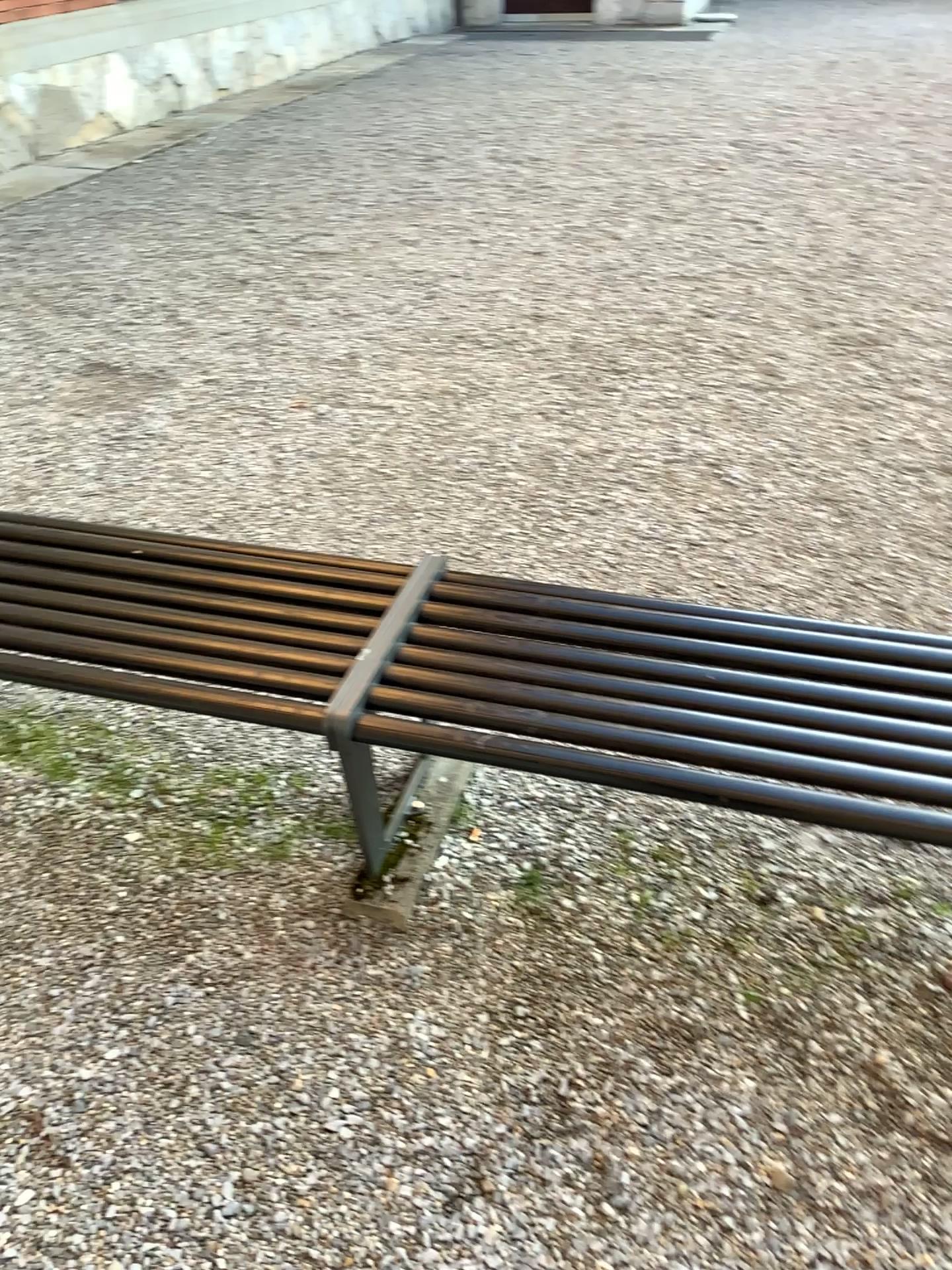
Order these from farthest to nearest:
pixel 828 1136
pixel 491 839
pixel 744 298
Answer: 1. pixel 744 298
2. pixel 491 839
3. pixel 828 1136
